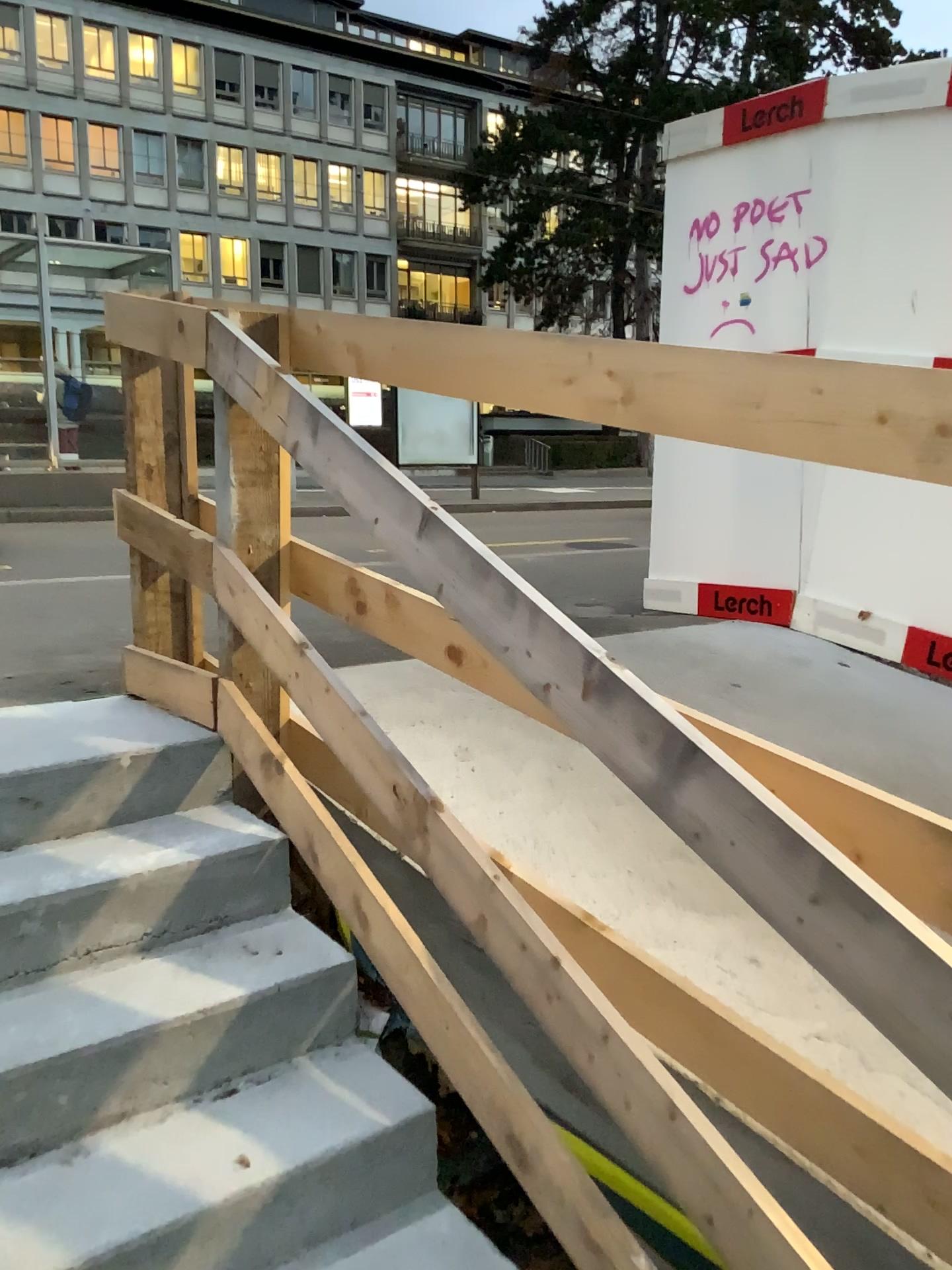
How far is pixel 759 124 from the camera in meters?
4.2 m
